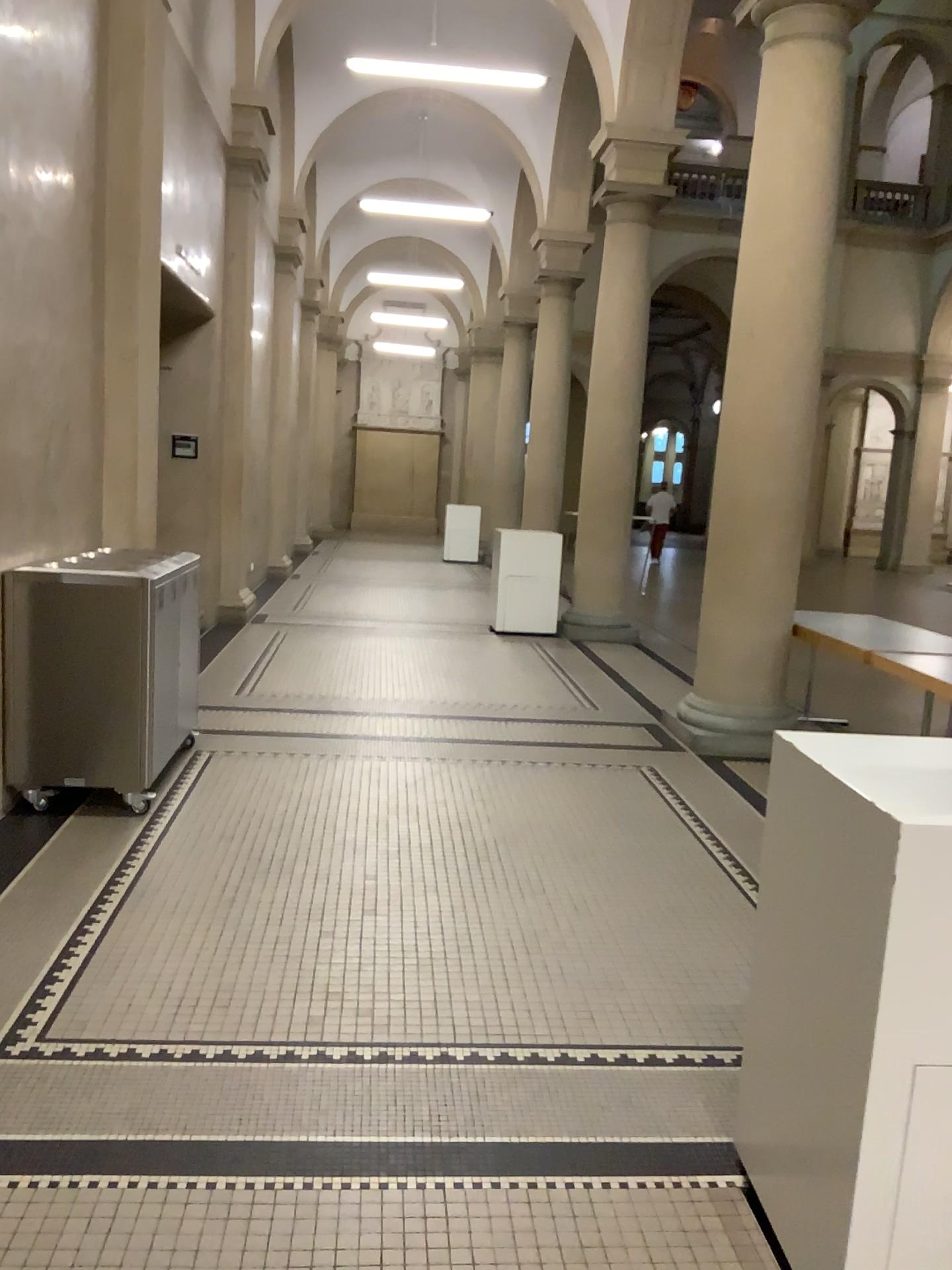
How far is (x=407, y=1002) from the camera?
3.01m
